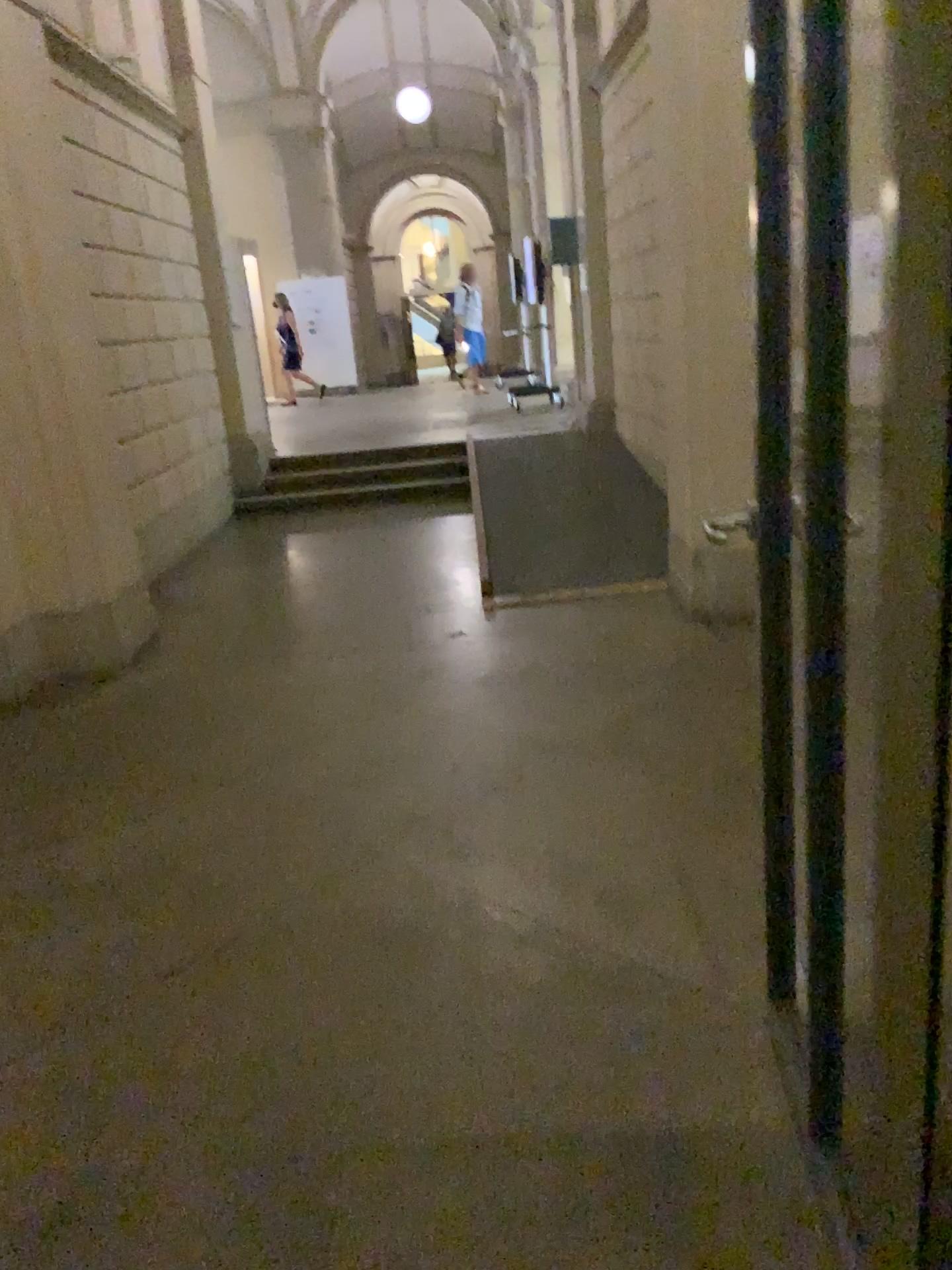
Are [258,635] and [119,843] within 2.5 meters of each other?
yes
